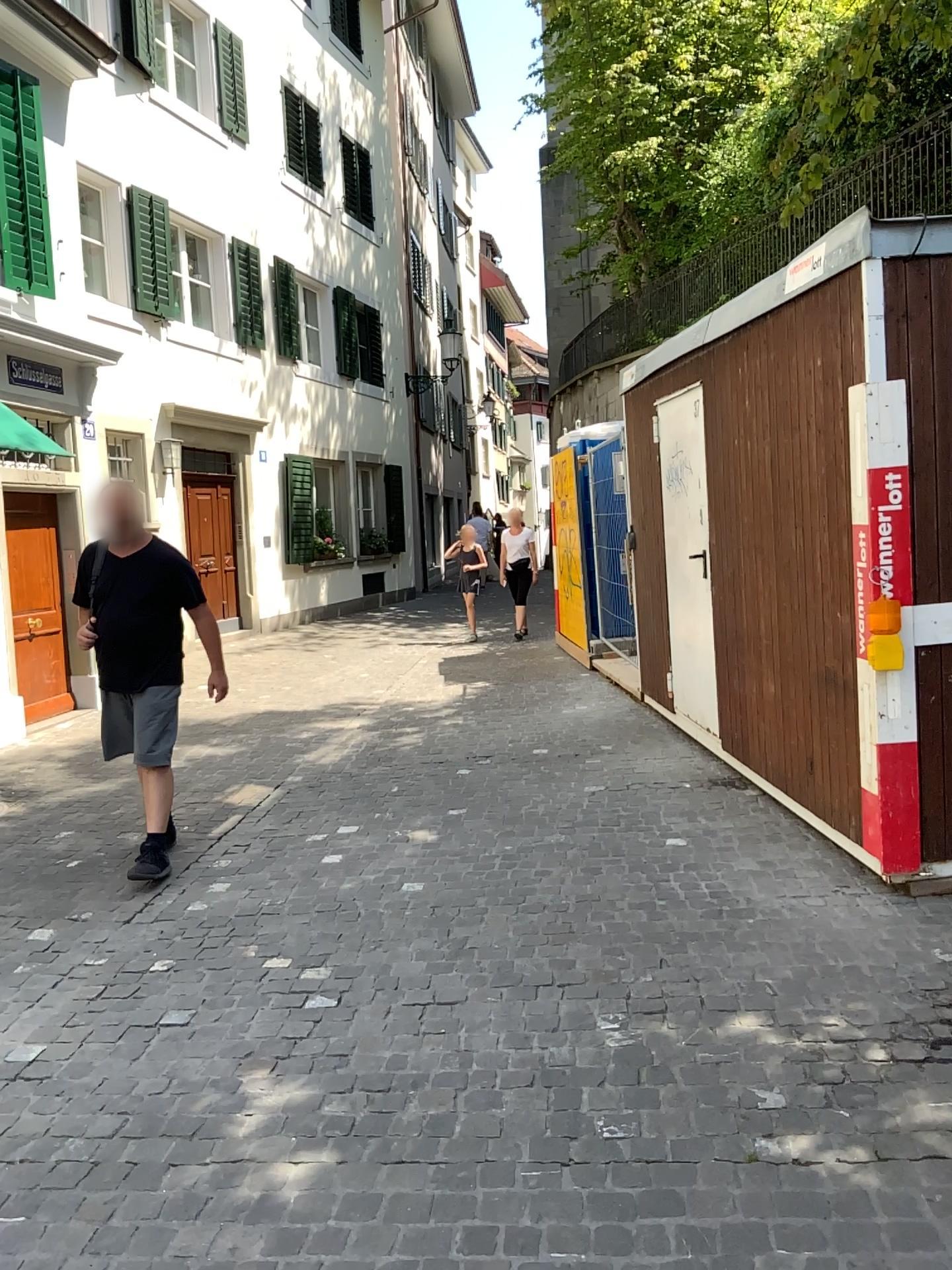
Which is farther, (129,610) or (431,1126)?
(129,610)
